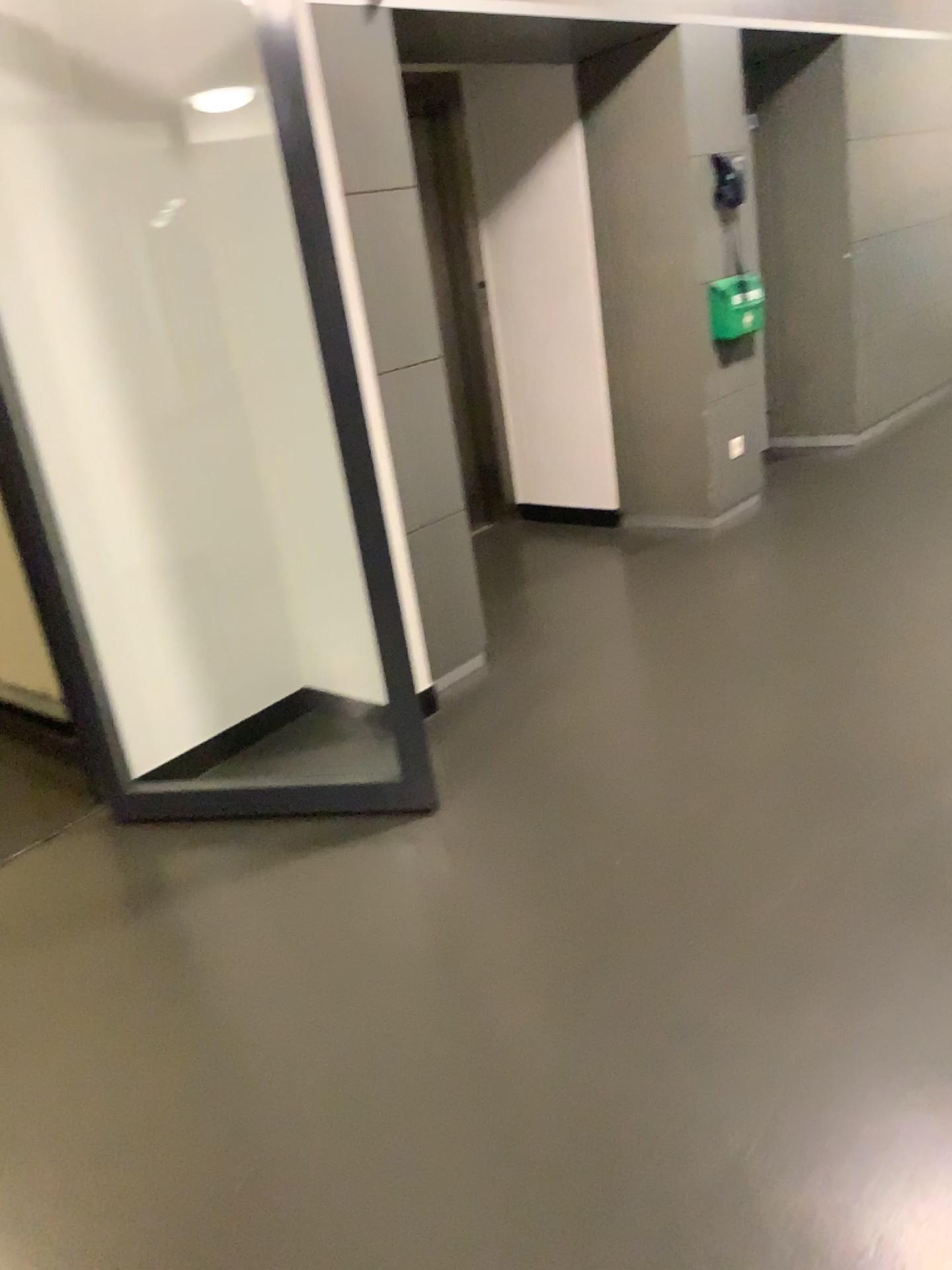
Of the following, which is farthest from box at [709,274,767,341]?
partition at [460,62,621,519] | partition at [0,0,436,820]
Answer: partition at [0,0,436,820]

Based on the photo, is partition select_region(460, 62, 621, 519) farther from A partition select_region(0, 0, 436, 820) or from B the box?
A partition select_region(0, 0, 436, 820)

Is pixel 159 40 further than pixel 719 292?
No

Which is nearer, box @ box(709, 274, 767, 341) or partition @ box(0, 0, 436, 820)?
partition @ box(0, 0, 436, 820)

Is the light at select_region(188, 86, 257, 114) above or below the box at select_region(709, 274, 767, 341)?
above

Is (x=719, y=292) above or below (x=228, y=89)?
below

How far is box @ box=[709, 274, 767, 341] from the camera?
4.63m

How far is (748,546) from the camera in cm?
452

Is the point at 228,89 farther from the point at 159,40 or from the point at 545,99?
the point at 545,99
